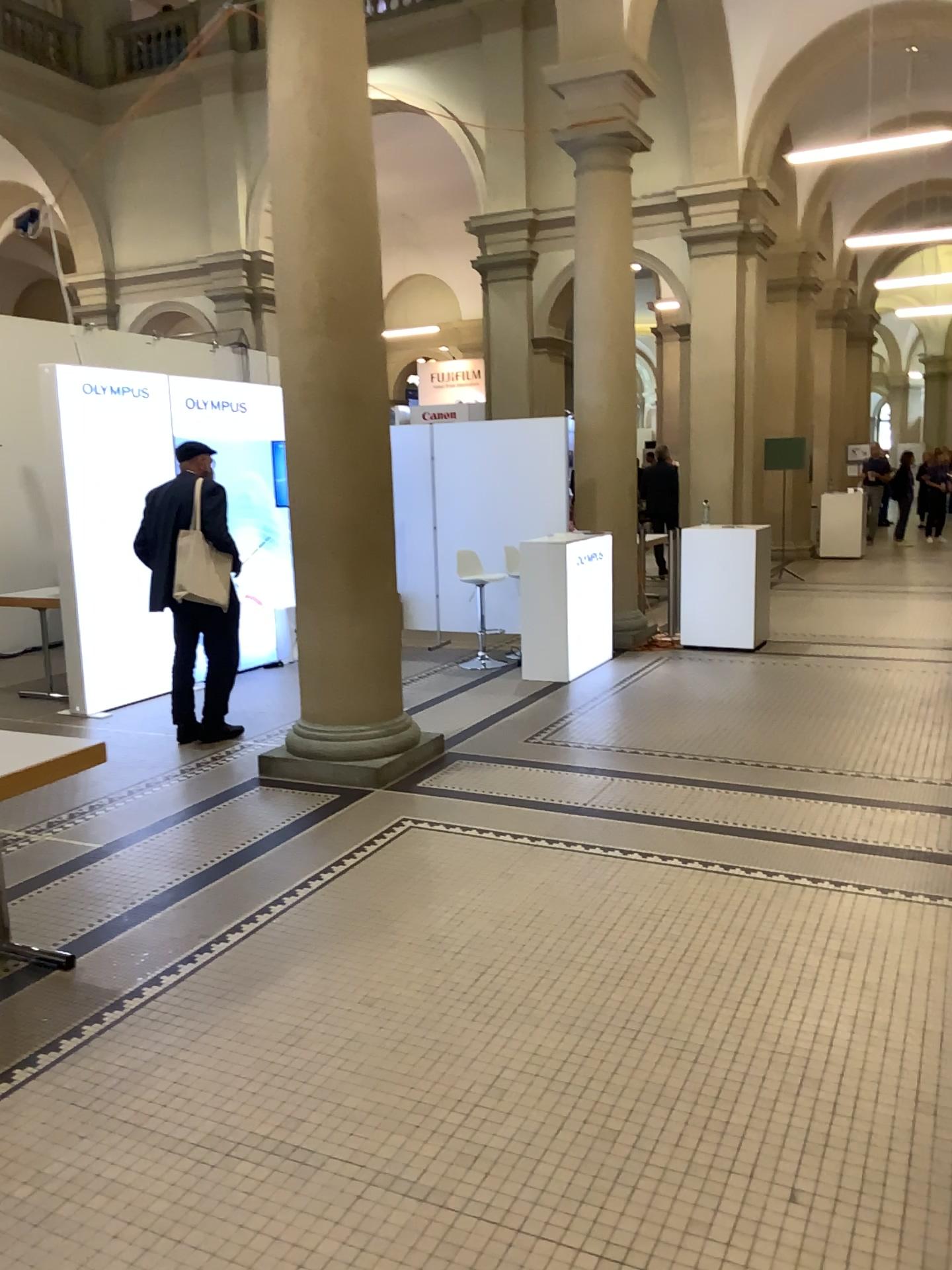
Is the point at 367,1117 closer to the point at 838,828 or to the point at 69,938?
the point at 69,938
